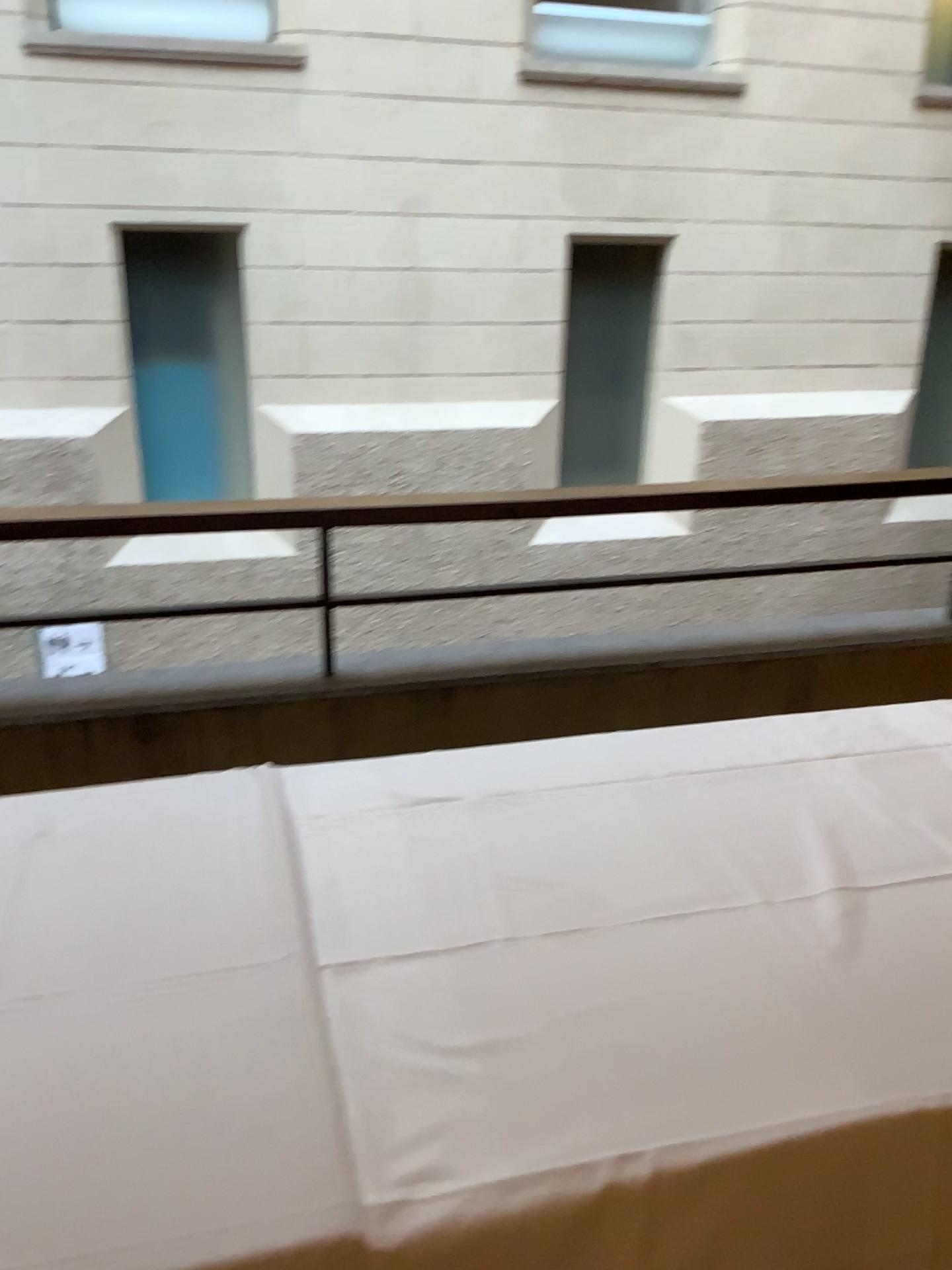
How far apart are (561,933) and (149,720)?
1.5 meters
